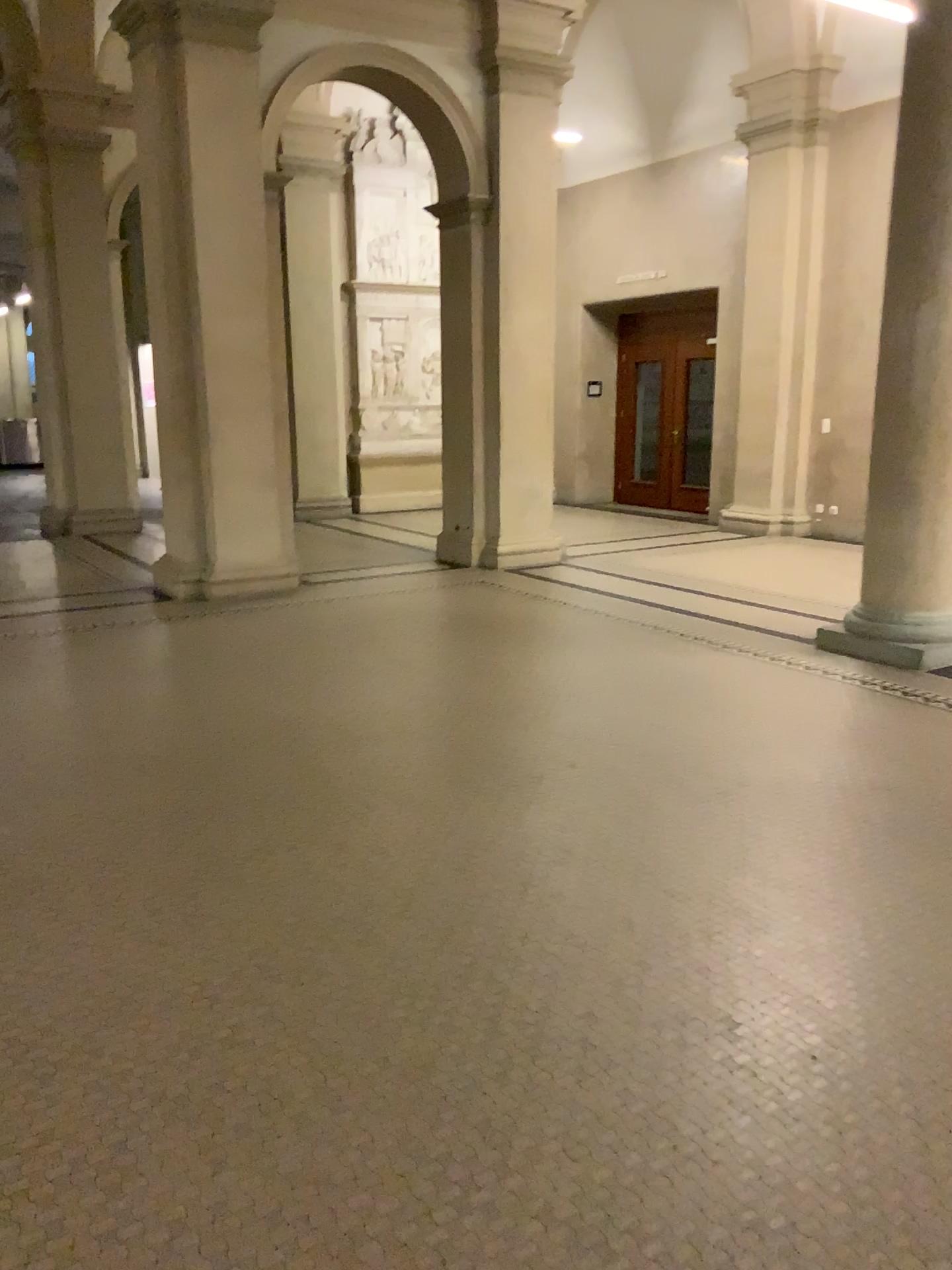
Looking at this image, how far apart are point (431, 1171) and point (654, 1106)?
0.50m
